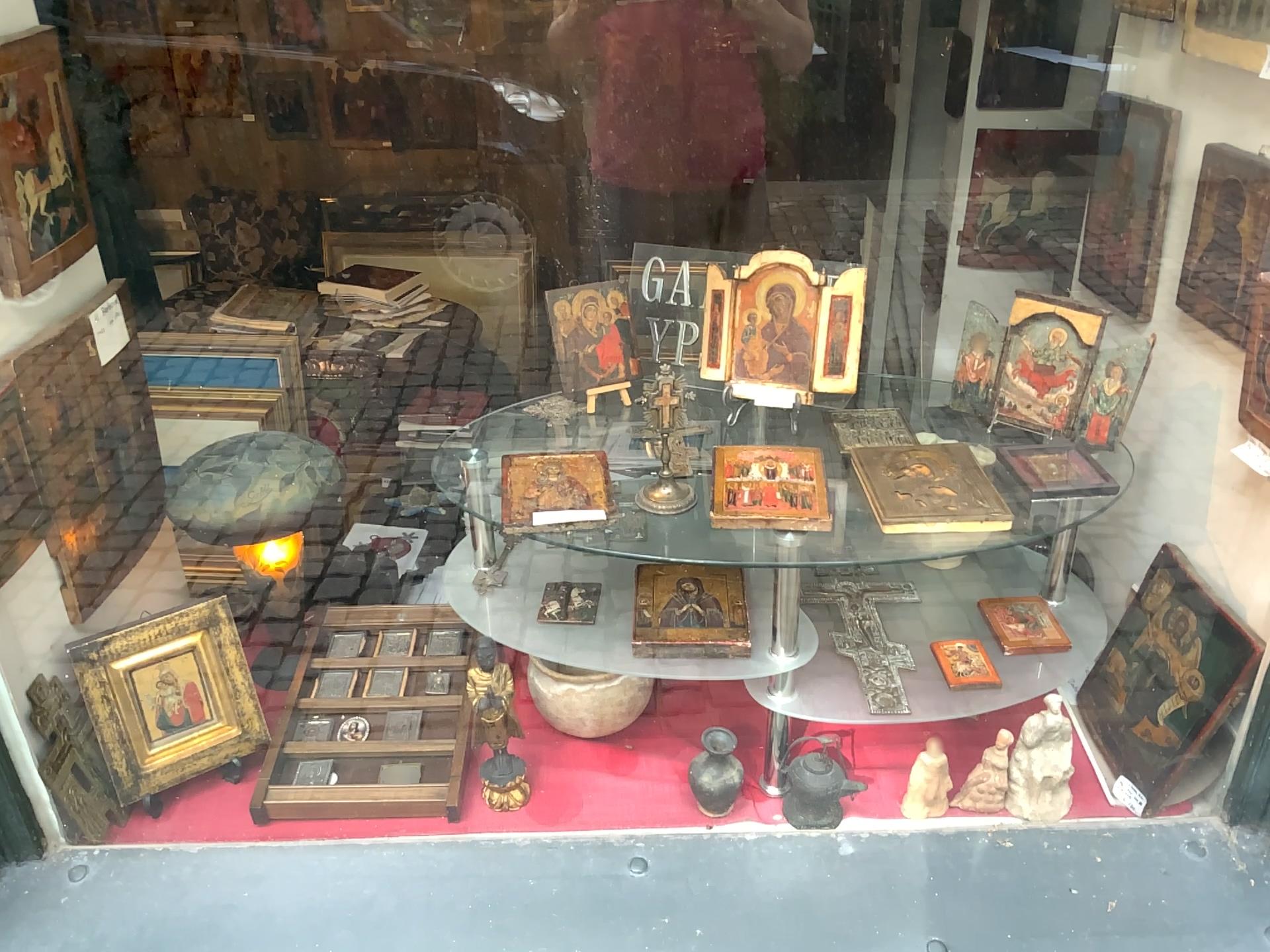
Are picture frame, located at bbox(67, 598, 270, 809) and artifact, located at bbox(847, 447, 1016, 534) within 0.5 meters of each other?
no

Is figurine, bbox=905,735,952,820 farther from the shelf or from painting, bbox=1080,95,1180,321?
painting, bbox=1080,95,1180,321

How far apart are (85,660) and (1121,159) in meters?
1.5 m

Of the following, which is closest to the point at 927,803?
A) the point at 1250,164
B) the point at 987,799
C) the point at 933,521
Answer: the point at 987,799

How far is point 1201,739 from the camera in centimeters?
129cm

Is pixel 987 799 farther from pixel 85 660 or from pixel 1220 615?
pixel 85 660

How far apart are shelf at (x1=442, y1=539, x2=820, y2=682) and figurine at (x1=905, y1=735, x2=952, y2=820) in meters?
0.3

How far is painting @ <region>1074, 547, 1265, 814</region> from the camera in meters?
1.3 m

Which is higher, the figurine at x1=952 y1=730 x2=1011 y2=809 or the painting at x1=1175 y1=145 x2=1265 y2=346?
the painting at x1=1175 y1=145 x2=1265 y2=346

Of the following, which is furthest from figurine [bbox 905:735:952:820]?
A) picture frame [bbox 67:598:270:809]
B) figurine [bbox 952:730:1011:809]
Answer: picture frame [bbox 67:598:270:809]
